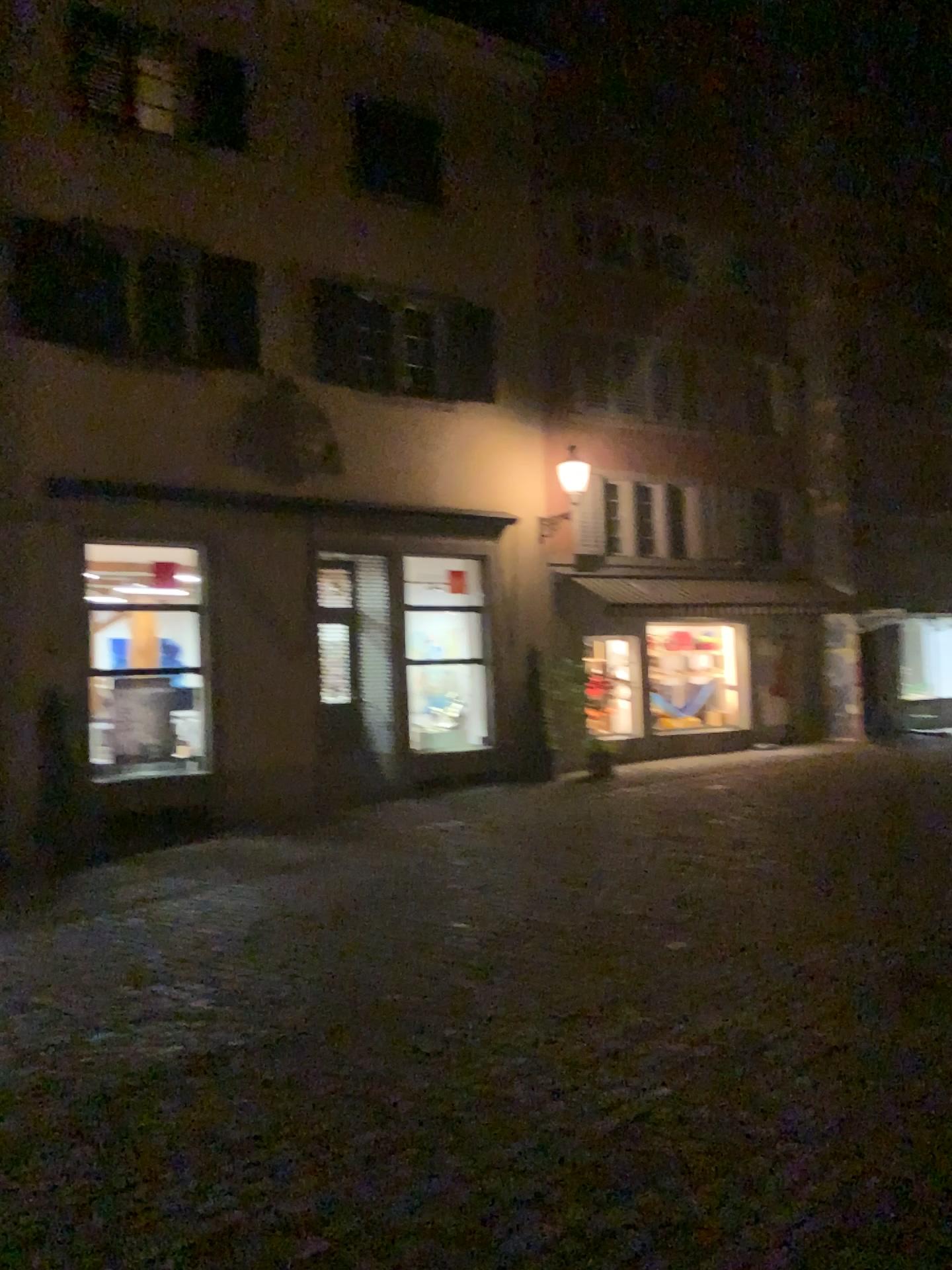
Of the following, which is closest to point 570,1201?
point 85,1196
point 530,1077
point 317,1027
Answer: point 530,1077
